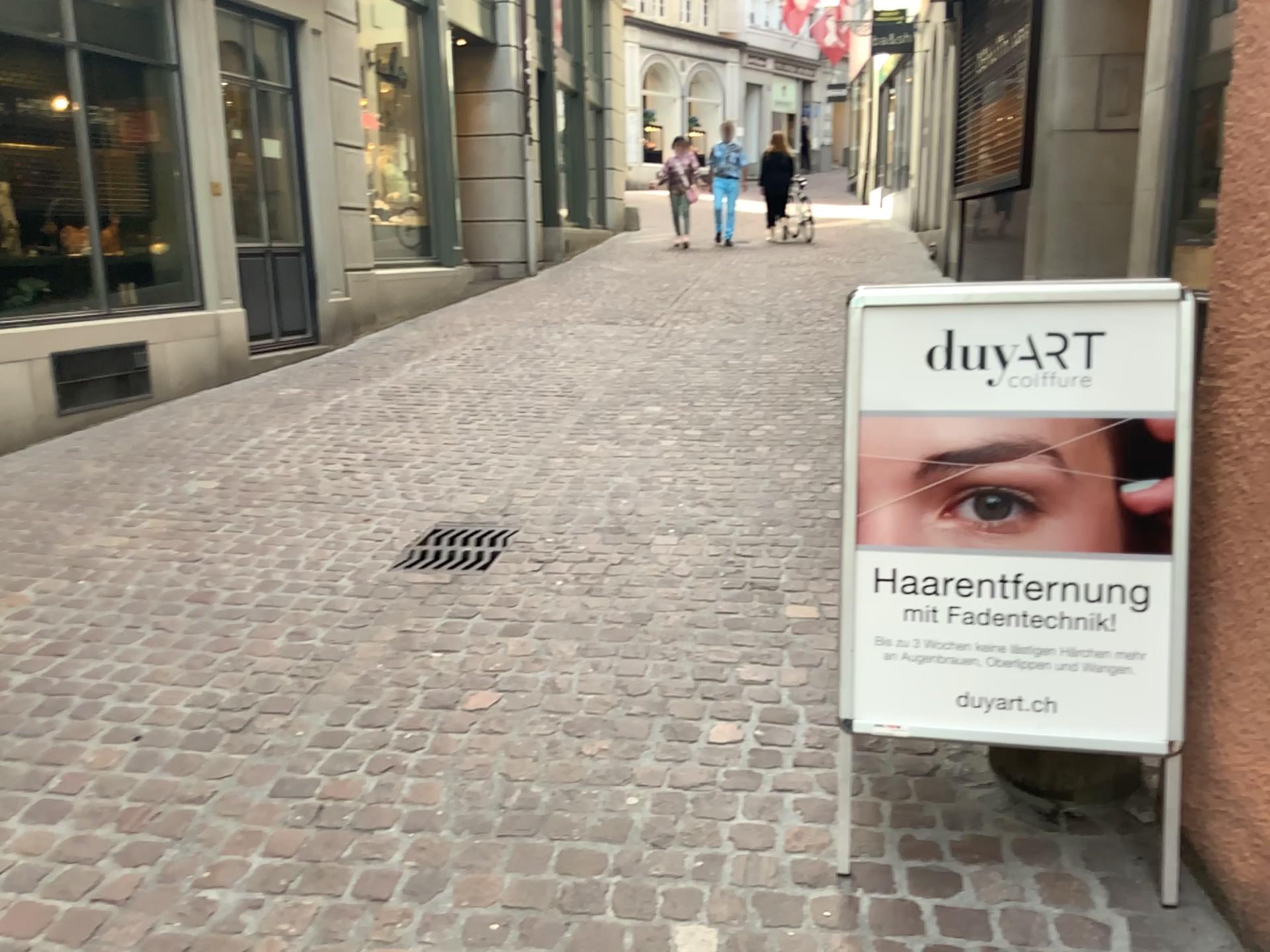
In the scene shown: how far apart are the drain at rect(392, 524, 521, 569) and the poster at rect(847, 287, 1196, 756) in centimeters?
199cm

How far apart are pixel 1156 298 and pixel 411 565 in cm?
268

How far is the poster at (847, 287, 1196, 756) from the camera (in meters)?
1.99

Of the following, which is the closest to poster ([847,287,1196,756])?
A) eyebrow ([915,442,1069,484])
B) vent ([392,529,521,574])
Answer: eyebrow ([915,442,1069,484])

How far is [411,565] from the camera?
3.88m

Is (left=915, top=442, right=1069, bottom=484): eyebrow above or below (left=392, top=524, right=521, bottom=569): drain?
above

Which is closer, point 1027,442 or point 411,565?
point 1027,442

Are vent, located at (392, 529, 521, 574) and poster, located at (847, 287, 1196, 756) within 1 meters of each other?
no

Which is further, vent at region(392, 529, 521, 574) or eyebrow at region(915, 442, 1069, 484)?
vent at region(392, 529, 521, 574)

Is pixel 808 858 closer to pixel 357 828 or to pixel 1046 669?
pixel 1046 669
